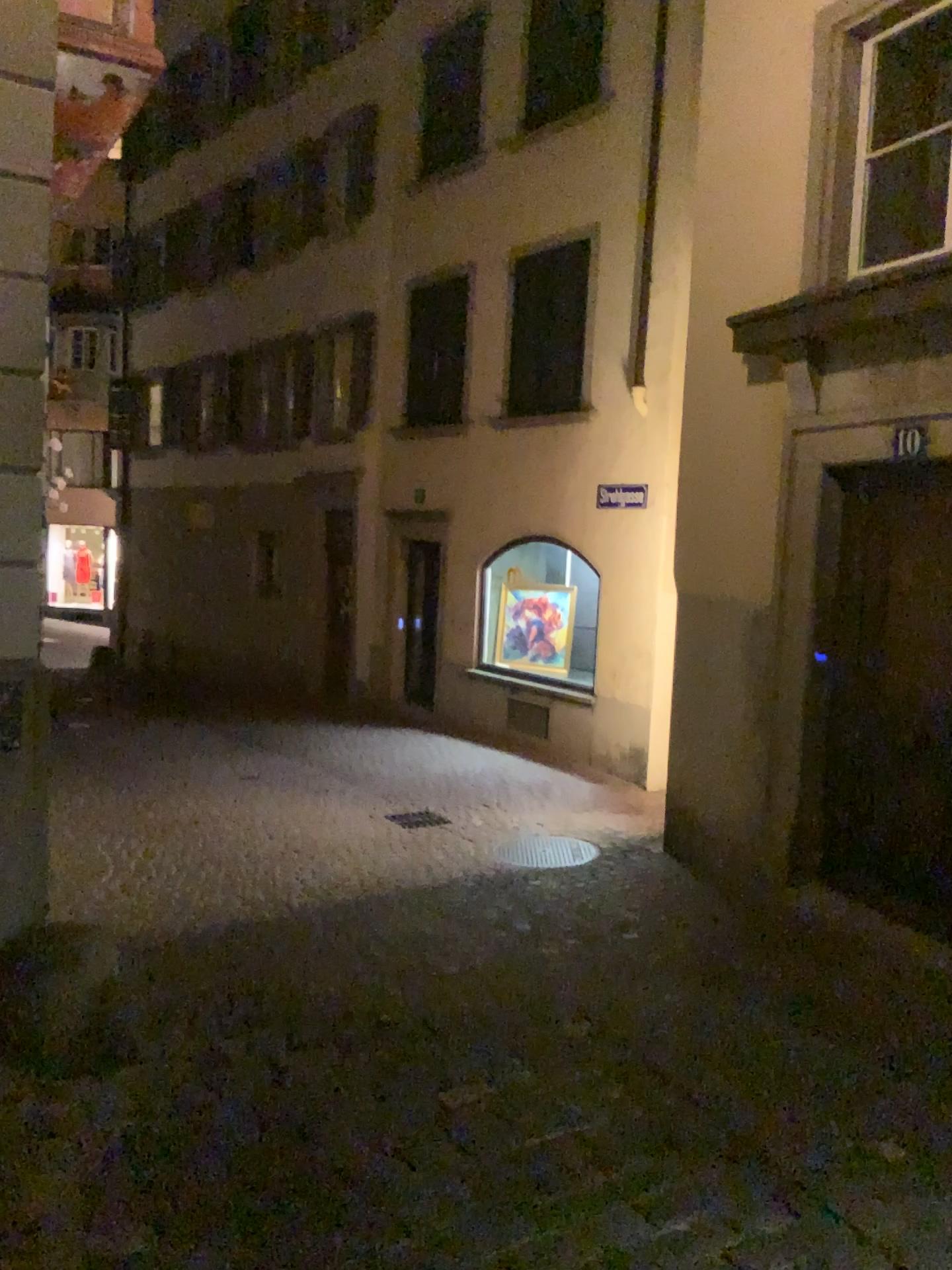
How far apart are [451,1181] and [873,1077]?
1.59m
